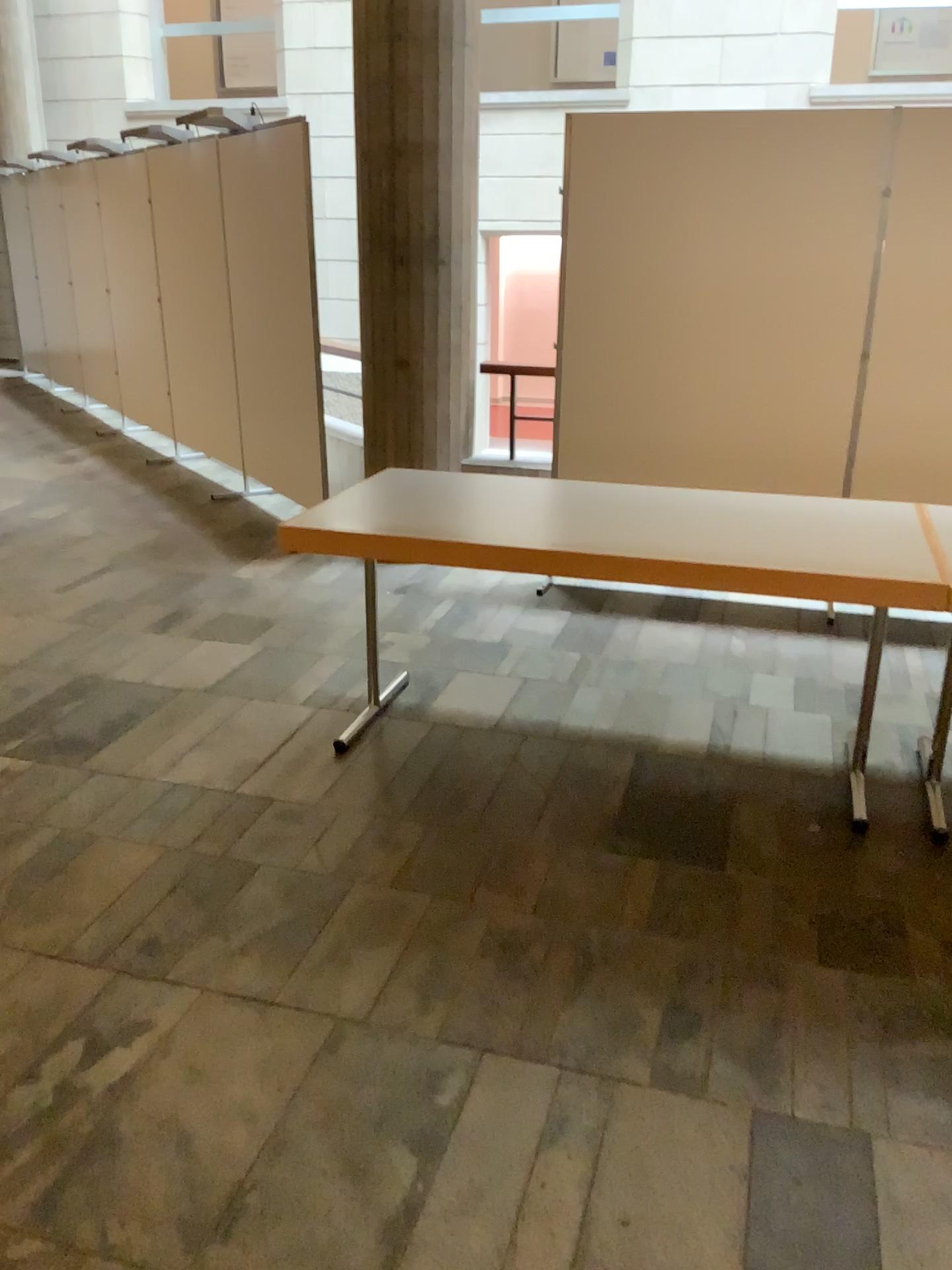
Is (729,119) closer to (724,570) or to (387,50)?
(387,50)

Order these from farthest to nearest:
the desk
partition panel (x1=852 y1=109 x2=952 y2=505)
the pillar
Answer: the pillar, partition panel (x1=852 y1=109 x2=952 y2=505), the desk

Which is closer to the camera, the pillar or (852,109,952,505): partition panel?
(852,109,952,505): partition panel

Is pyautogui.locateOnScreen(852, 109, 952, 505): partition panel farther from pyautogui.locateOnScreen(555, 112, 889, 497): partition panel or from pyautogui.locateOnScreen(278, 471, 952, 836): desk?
pyautogui.locateOnScreen(278, 471, 952, 836): desk

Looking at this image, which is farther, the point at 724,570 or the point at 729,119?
the point at 729,119

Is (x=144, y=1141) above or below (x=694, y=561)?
below

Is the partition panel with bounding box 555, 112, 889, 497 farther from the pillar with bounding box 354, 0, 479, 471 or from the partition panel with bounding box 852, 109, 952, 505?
the pillar with bounding box 354, 0, 479, 471

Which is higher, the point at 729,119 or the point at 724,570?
the point at 729,119

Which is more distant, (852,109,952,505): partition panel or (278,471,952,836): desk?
(852,109,952,505): partition panel

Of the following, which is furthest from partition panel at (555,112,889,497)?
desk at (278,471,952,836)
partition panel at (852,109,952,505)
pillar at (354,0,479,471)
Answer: desk at (278,471,952,836)
